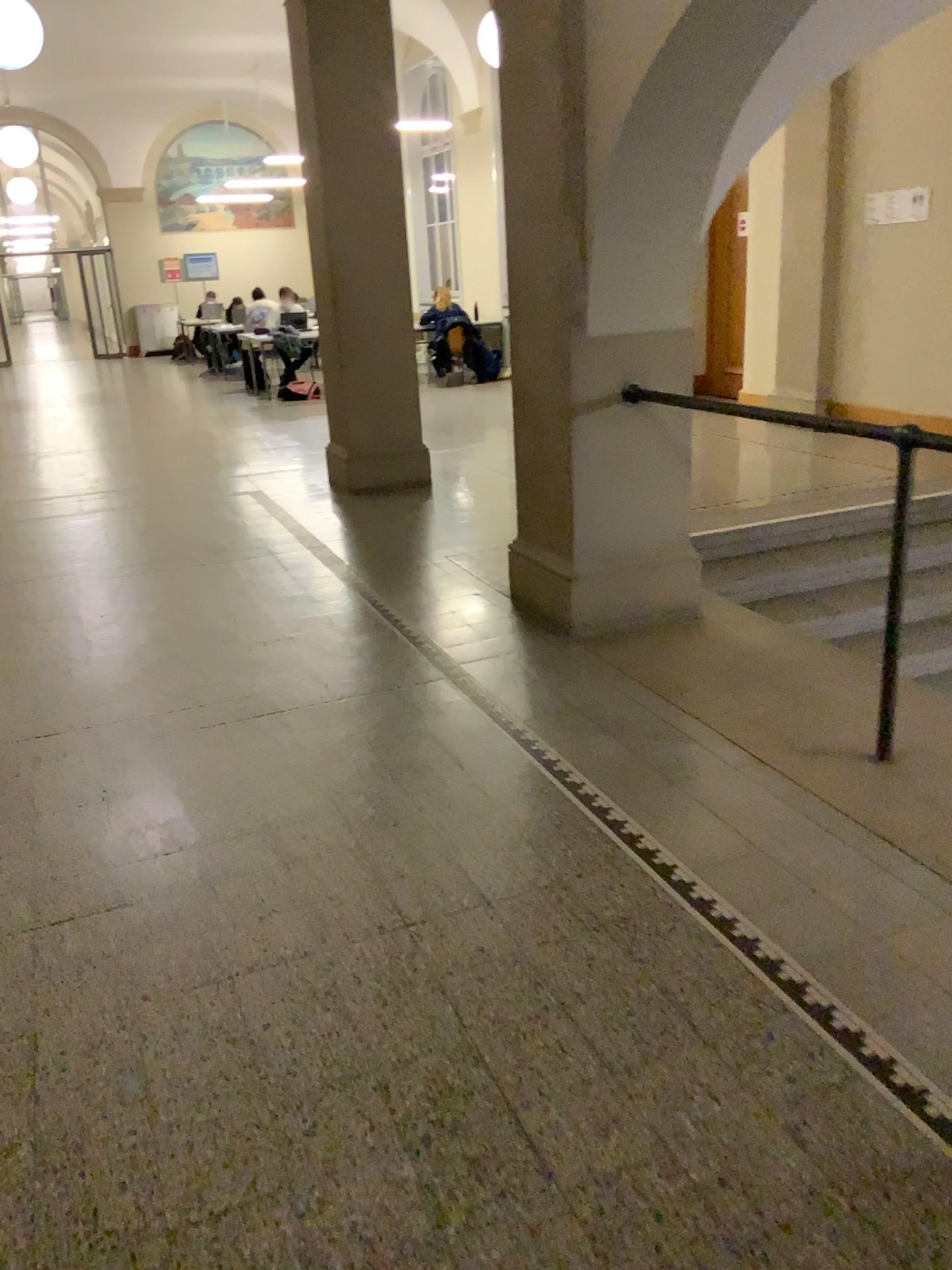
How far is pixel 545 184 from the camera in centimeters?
380cm
